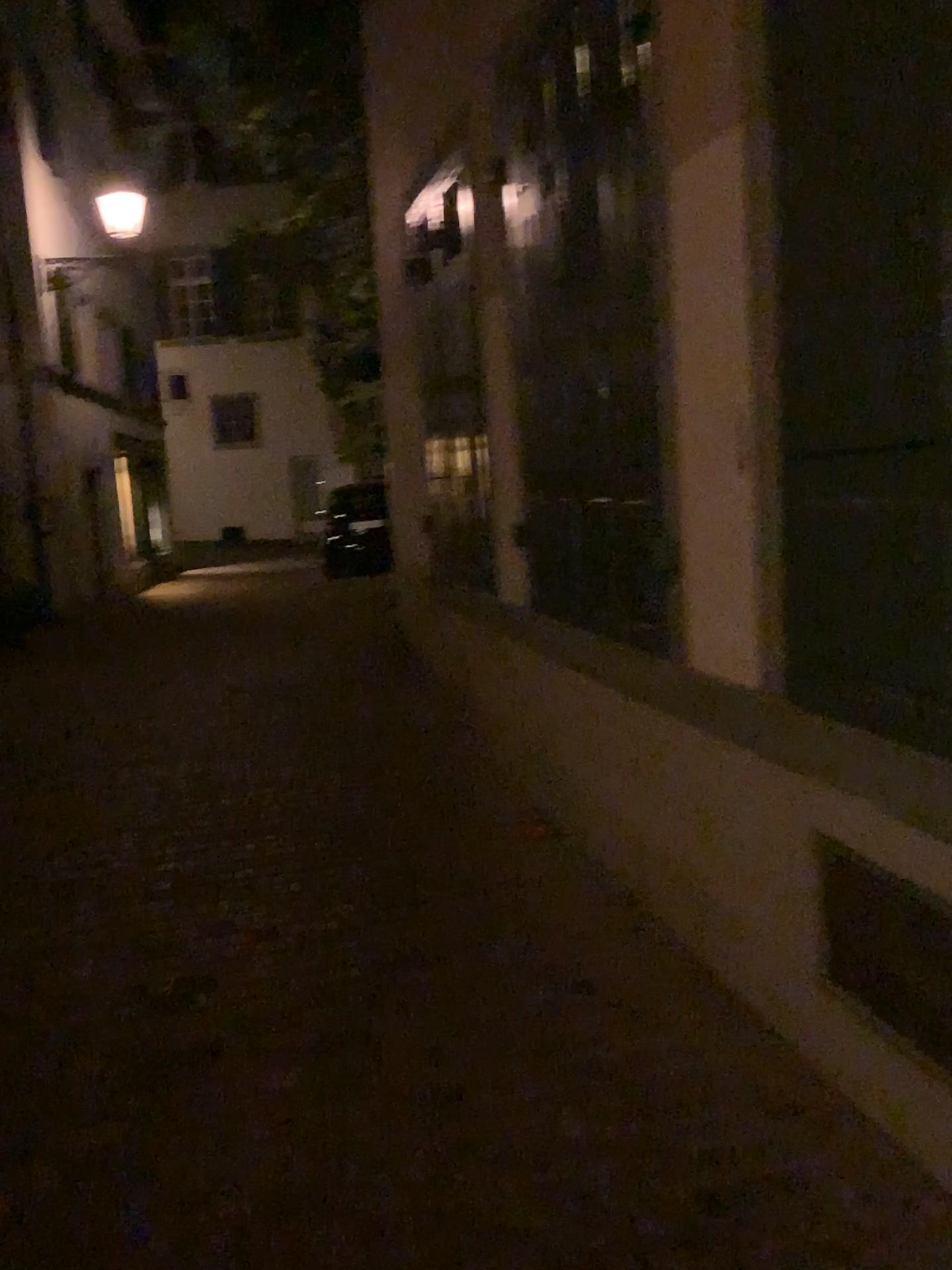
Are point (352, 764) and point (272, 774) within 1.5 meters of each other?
yes
